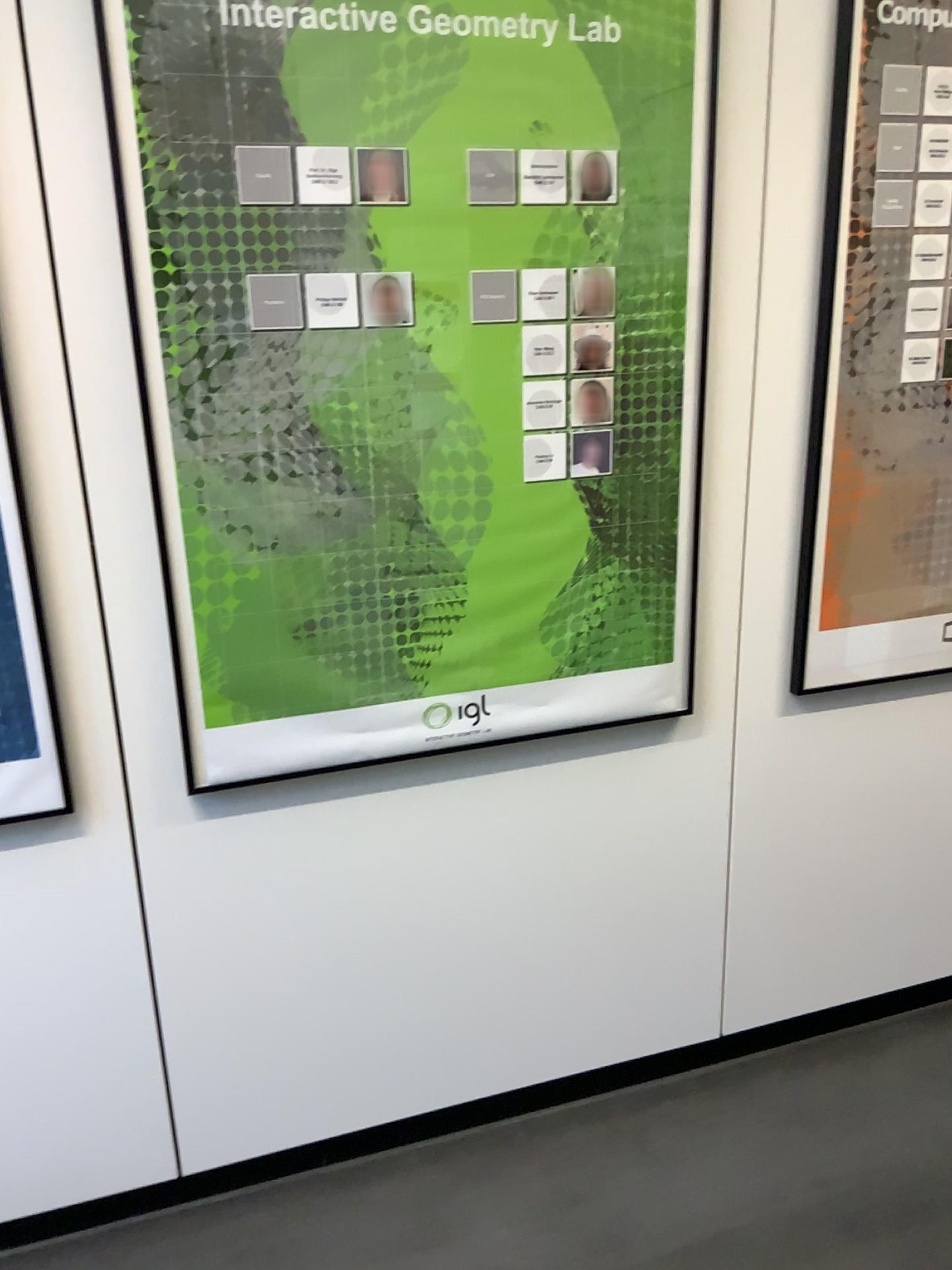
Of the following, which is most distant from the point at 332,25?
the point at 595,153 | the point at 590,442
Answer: the point at 590,442

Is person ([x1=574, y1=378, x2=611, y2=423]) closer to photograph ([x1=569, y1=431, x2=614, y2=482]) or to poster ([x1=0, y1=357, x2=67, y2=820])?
photograph ([x1=569, y1=431, x2=614, y2=482])

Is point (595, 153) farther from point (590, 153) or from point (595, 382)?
point (595, 382)

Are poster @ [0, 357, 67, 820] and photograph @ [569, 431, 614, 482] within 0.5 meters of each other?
no

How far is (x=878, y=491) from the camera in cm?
196

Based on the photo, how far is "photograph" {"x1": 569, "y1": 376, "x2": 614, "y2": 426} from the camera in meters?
1.7 m

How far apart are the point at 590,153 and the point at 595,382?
0.34m

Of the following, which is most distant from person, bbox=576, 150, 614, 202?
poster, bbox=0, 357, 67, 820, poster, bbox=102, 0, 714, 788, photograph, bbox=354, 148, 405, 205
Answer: poster, bbox=0, 357, 67, 820

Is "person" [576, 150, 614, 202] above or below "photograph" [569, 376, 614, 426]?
above

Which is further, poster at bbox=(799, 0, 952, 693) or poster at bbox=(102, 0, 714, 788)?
poster at bbox=(799, 0, 952, 693)
